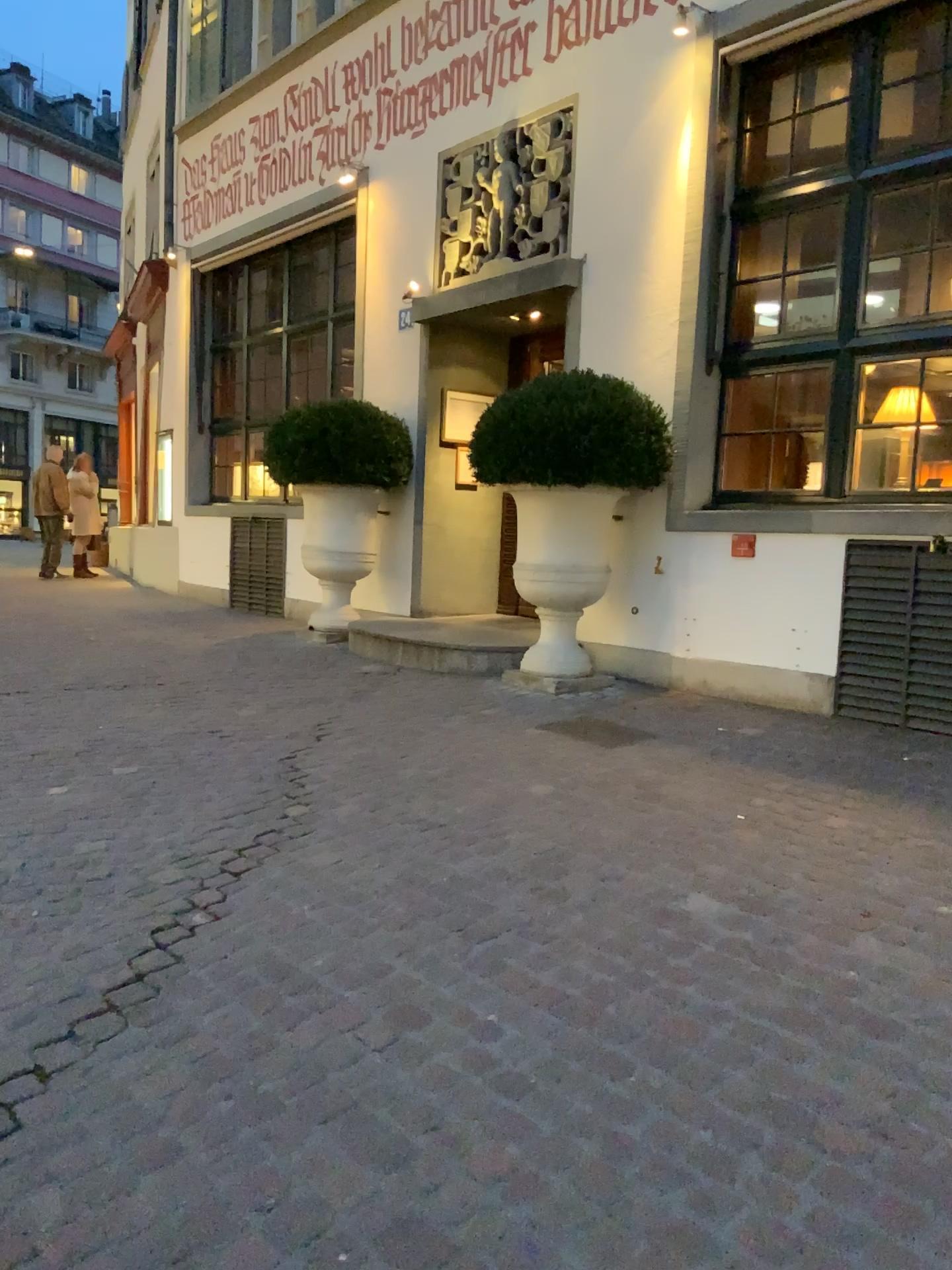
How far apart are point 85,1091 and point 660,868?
1.7m
